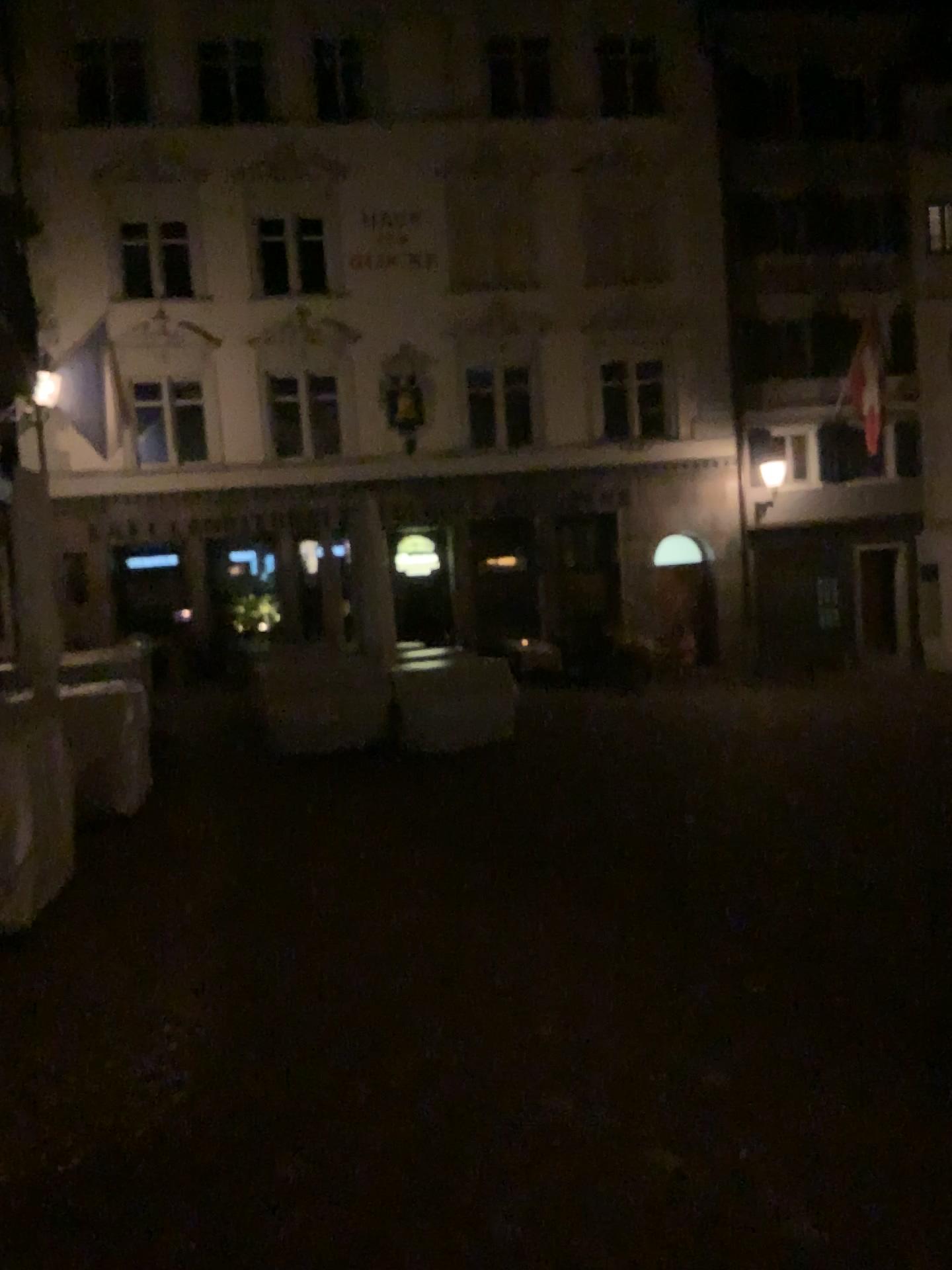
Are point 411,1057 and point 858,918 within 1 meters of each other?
no
